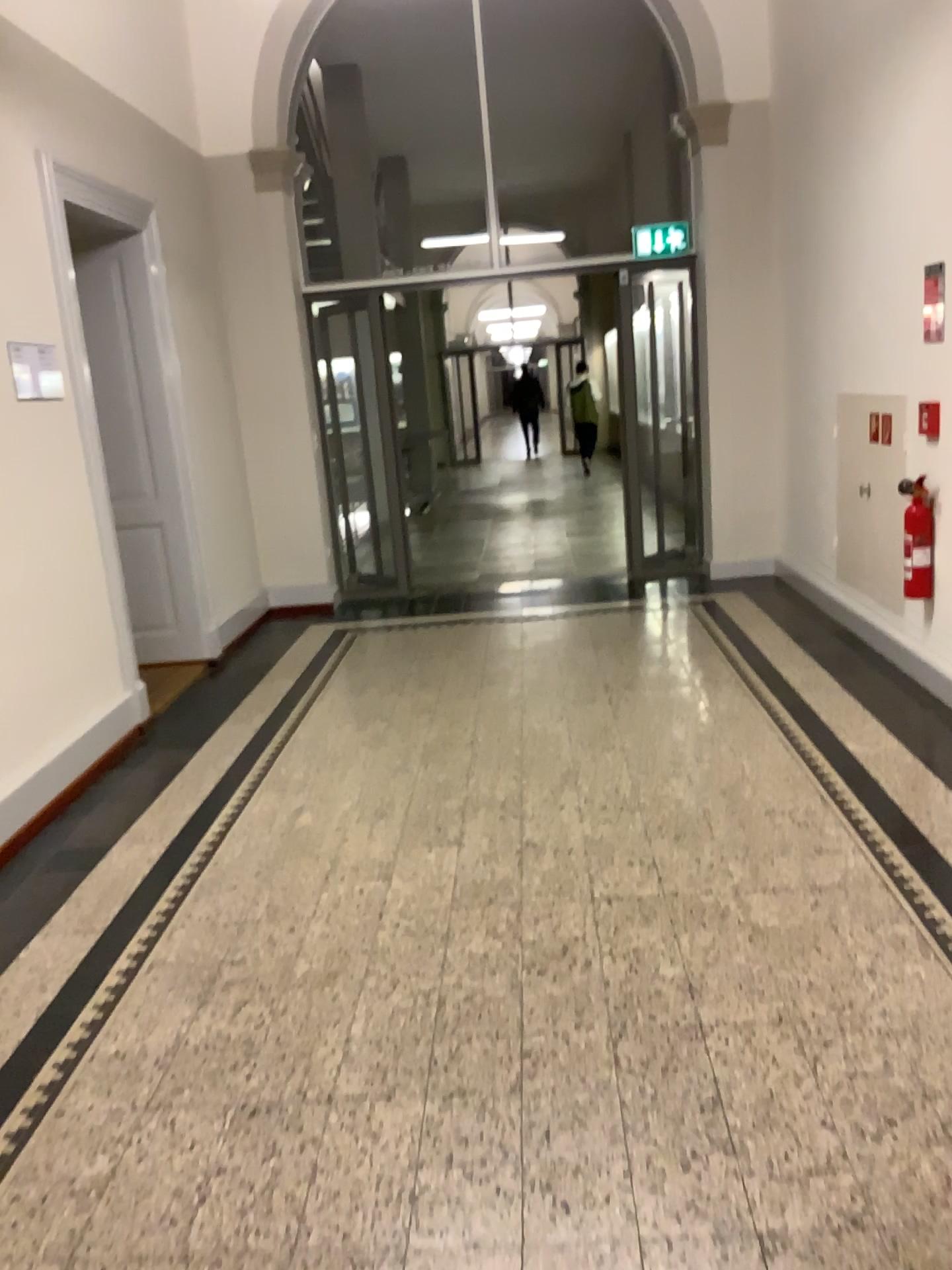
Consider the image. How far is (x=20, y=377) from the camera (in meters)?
4.04

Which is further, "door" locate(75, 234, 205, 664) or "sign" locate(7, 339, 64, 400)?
"door" locate(75, 234, 205, 664)

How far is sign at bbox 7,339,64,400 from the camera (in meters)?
4.04

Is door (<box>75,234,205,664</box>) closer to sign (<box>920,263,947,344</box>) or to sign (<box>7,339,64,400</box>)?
sign (<box>7,339,64,400</box>)

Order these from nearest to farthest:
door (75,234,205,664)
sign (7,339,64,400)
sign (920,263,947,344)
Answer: sign (7,339,64,400) → sign (920,263,947,344) → door (75,234,205,664)

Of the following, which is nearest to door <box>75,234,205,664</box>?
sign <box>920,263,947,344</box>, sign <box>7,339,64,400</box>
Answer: sign <box>7,339,64,400</box>

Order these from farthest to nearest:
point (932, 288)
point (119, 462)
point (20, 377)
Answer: point (119, 462)
point (932, 288)
point (20, 377)

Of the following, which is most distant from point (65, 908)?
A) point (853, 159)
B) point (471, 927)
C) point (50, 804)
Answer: point (853, 159)

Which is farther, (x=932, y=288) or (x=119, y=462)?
(x=119, y=462)
